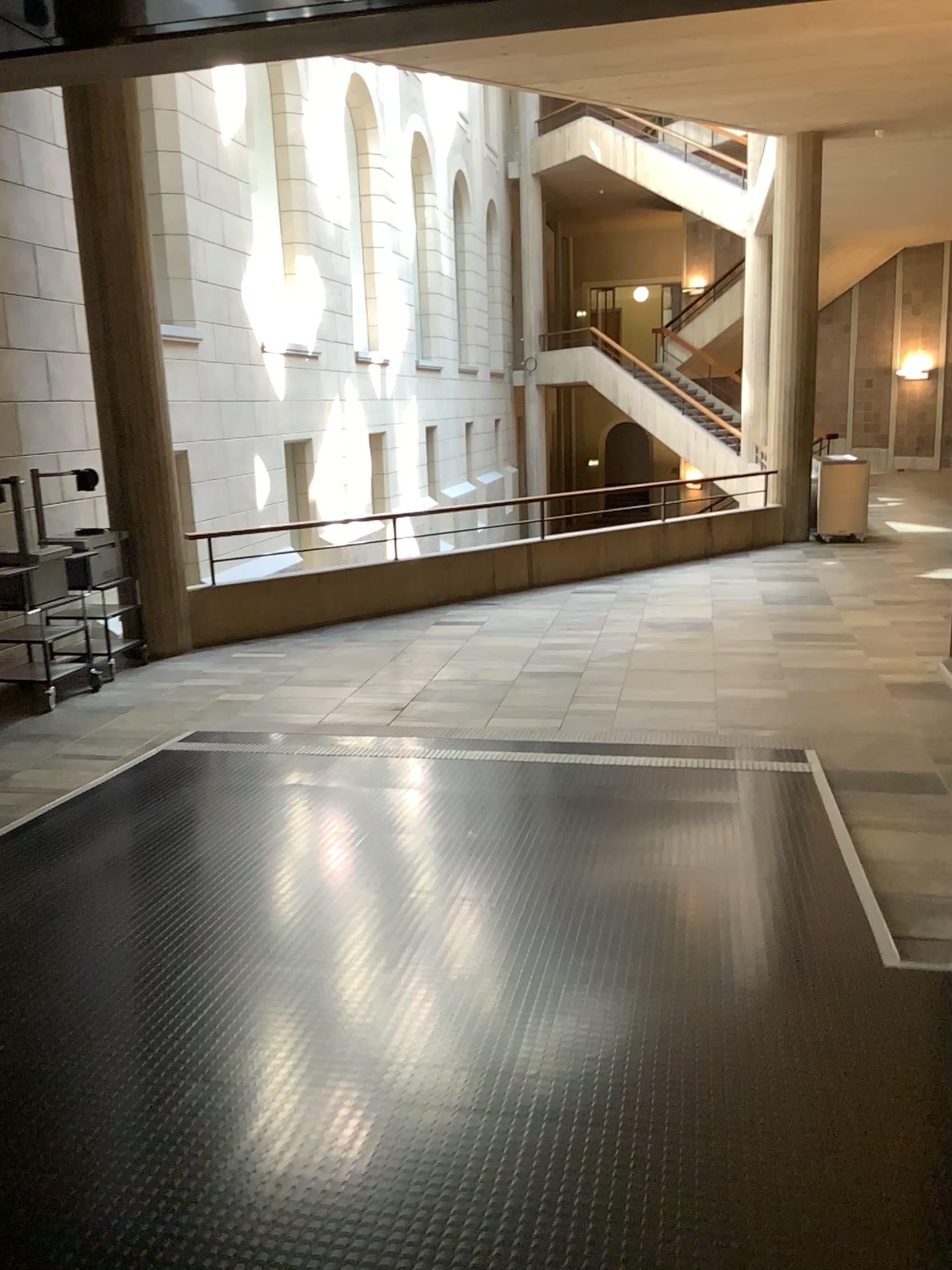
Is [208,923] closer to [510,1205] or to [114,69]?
[510,1205]
